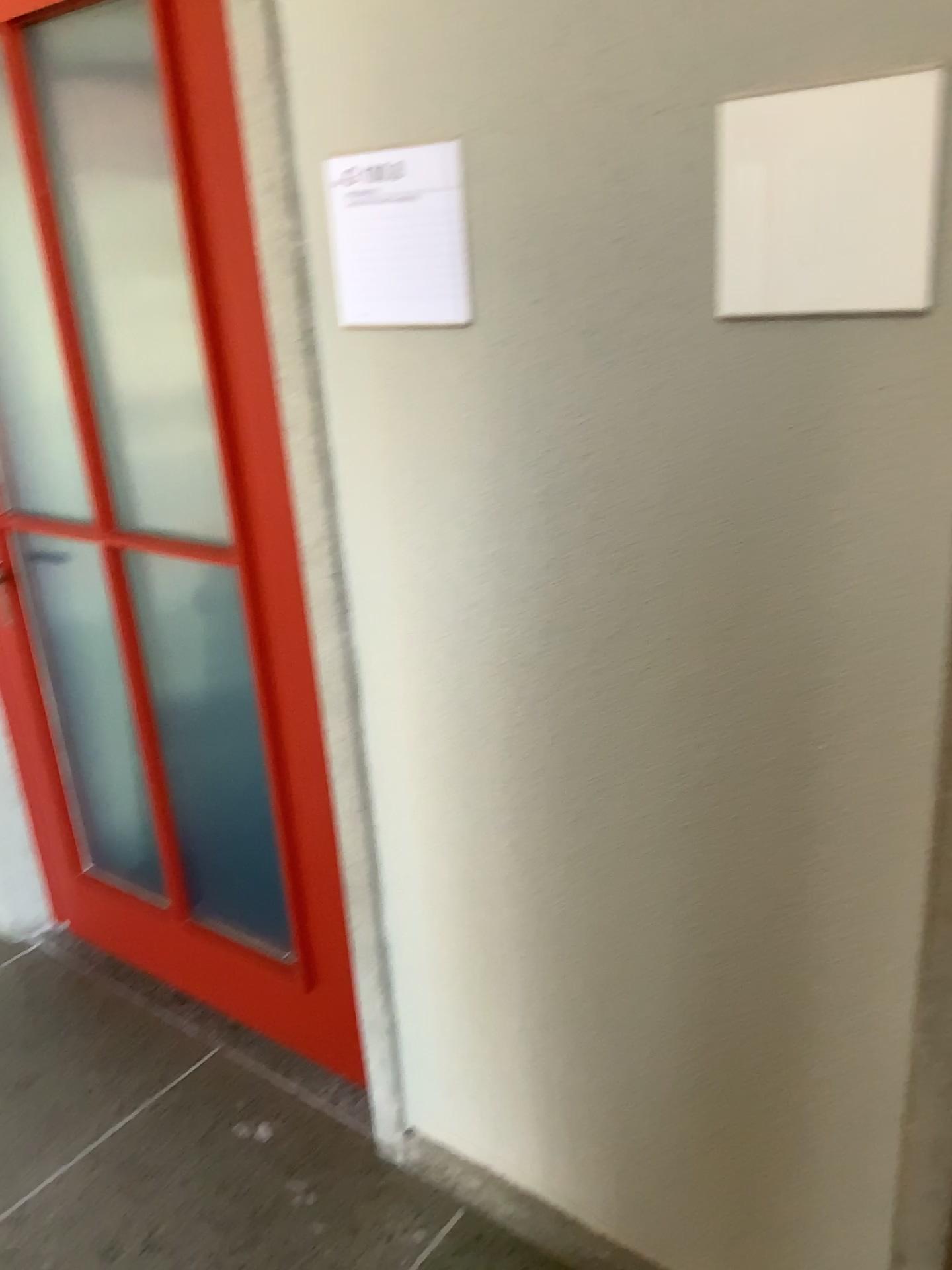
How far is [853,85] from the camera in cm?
97

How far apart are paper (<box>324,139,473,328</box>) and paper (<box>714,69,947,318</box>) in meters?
0.3 m

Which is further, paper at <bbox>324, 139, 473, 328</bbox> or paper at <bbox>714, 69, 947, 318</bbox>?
paper at <bbox>324, 139, 473, 328</bbox>

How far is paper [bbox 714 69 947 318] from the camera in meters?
1.0

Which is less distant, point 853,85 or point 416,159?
point 853,85

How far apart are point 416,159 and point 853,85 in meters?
0.5 m

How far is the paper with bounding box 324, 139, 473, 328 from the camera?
1.27m

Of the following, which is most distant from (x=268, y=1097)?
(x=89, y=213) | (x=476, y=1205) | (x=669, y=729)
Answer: (x=89, y=213)
